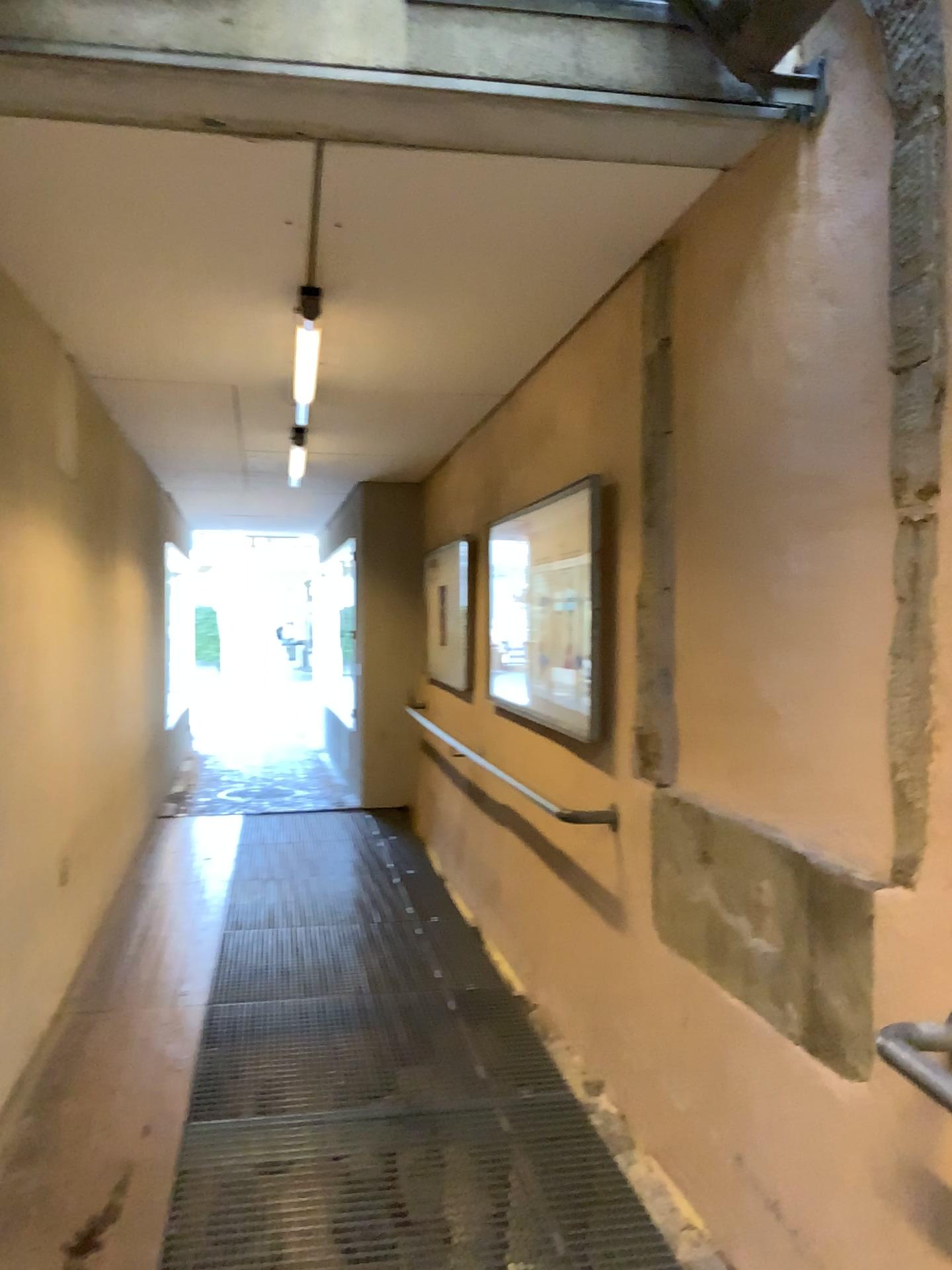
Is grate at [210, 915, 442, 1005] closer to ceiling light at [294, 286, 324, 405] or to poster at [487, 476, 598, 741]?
poster at [487, 476, 598, 741]

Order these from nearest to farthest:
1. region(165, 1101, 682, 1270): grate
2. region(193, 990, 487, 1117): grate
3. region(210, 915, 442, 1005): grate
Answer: region(165, 1101, 682, 1270): grate < region(193, 990, 487, 1117): grate < region(210, 915, 442, 1005): grate

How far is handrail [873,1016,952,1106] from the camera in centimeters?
148cm

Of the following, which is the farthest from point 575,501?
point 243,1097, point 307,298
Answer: point 243,1097

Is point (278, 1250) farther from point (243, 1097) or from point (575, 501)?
point (575, 501)

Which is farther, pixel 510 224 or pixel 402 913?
pixel 402 913

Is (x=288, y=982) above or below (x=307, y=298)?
below

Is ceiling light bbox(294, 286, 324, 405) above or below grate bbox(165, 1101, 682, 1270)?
above

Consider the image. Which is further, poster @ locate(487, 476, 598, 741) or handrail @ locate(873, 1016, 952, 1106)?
poster @ locate(487, 476, 598, 741)

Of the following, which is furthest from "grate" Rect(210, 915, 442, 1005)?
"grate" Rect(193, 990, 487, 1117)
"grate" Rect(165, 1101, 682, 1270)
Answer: "grate" Rect(165, 1101, 682, 1270)
